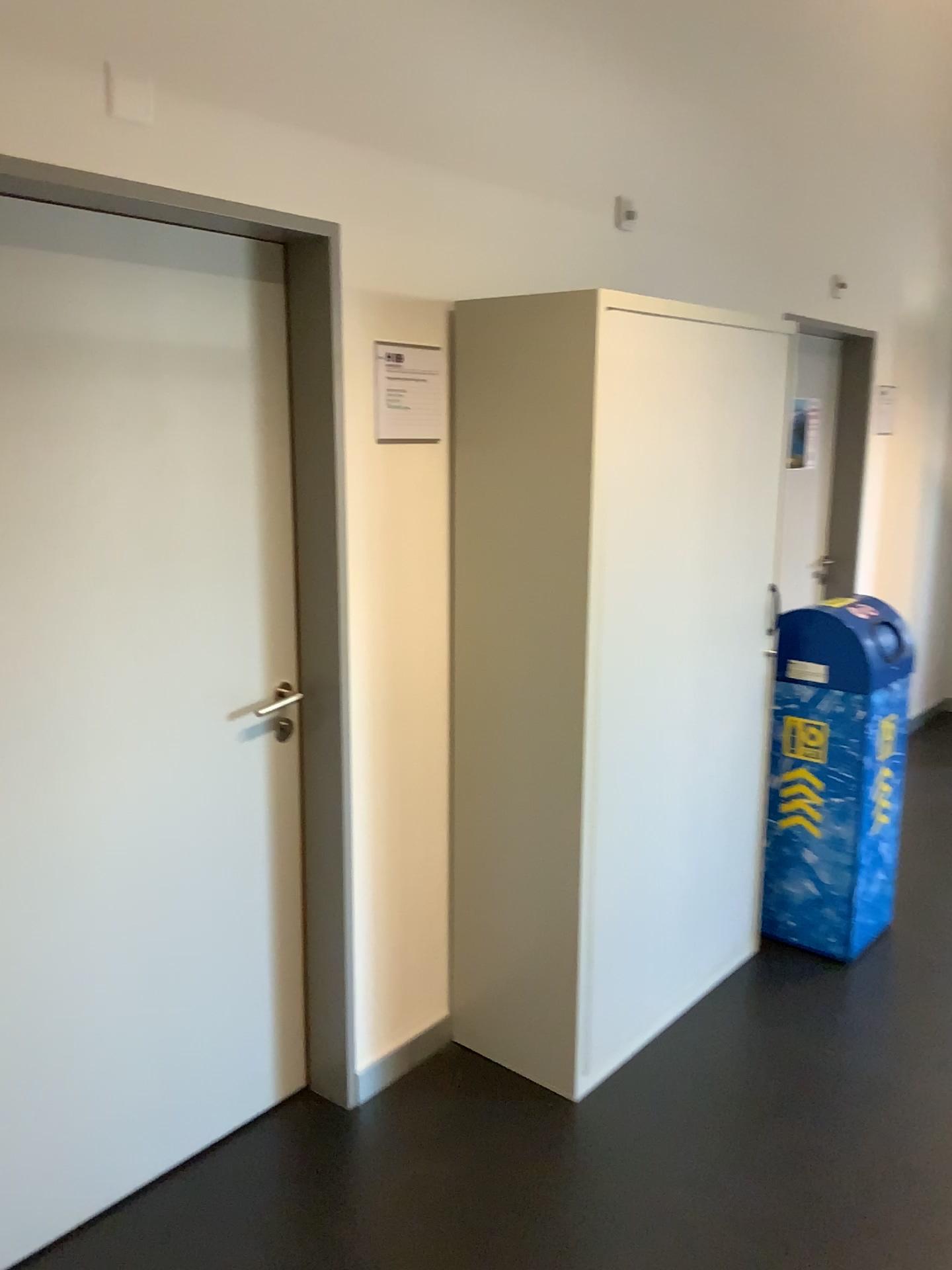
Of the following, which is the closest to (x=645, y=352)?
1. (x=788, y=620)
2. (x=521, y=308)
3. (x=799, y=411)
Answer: (x=521, y=308)

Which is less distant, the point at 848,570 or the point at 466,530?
the point at 466,530

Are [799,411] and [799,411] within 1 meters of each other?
yes

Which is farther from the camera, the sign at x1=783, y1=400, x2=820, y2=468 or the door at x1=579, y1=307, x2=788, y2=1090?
the sign at x1=783, y1=400, x2=820, y2=468

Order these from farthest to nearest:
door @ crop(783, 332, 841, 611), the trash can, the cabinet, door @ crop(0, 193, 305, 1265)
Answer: door @ crop(783, 332, 841, 611)
the trash can
the cabinet
door @ crop(0, 193, 305, 1265)

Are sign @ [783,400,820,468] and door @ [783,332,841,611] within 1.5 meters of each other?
yes

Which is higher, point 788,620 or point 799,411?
point 799,411

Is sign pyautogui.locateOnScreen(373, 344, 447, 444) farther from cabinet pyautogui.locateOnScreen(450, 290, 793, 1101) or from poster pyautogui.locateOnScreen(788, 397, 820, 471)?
poster pyautogui.locateOnScreen(788, 397, 820, 471)

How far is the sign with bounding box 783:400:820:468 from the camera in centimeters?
461cm

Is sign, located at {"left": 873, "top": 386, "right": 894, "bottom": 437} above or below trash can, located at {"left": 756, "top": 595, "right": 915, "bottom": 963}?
above
